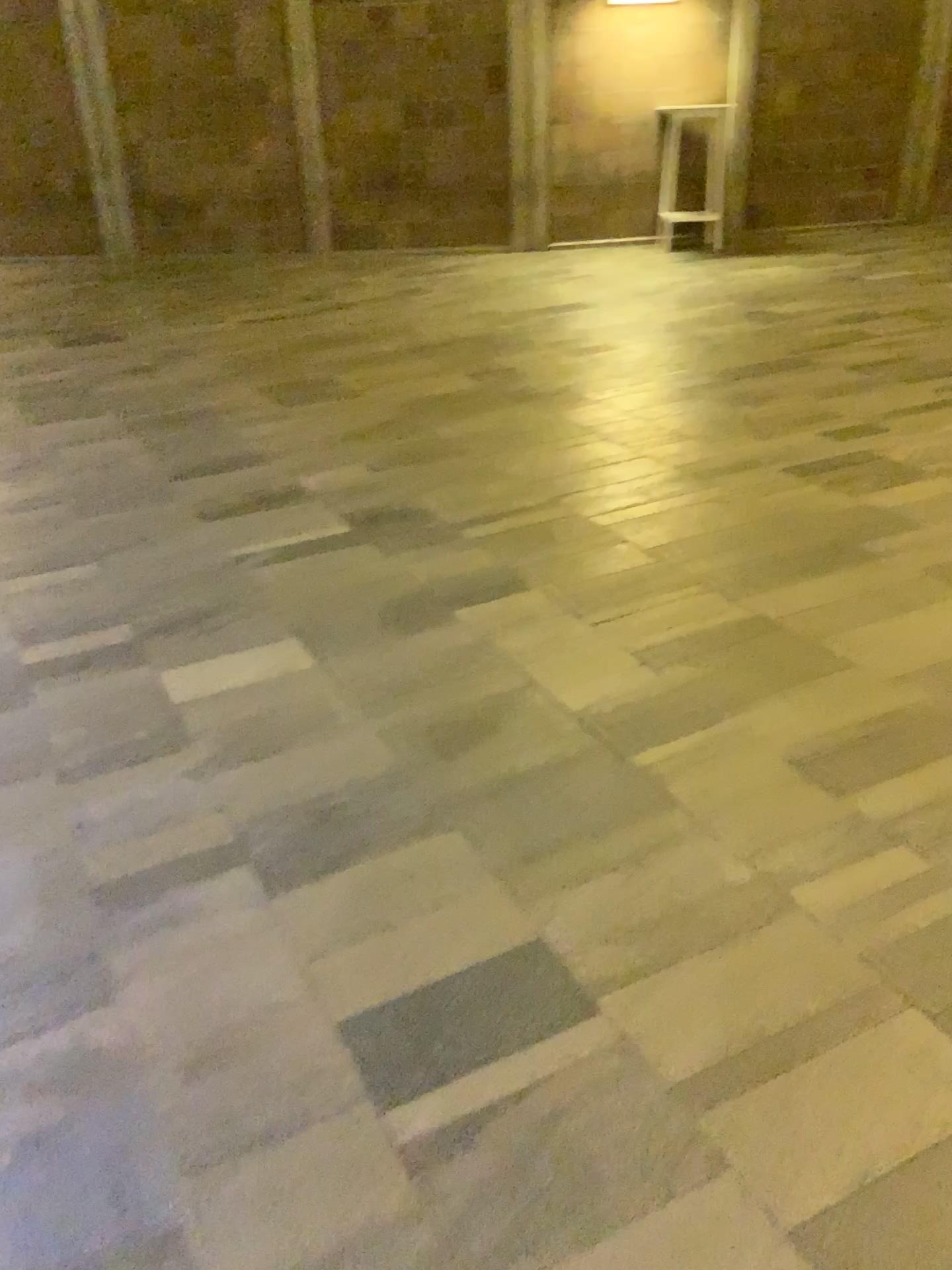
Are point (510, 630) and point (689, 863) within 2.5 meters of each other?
yes
